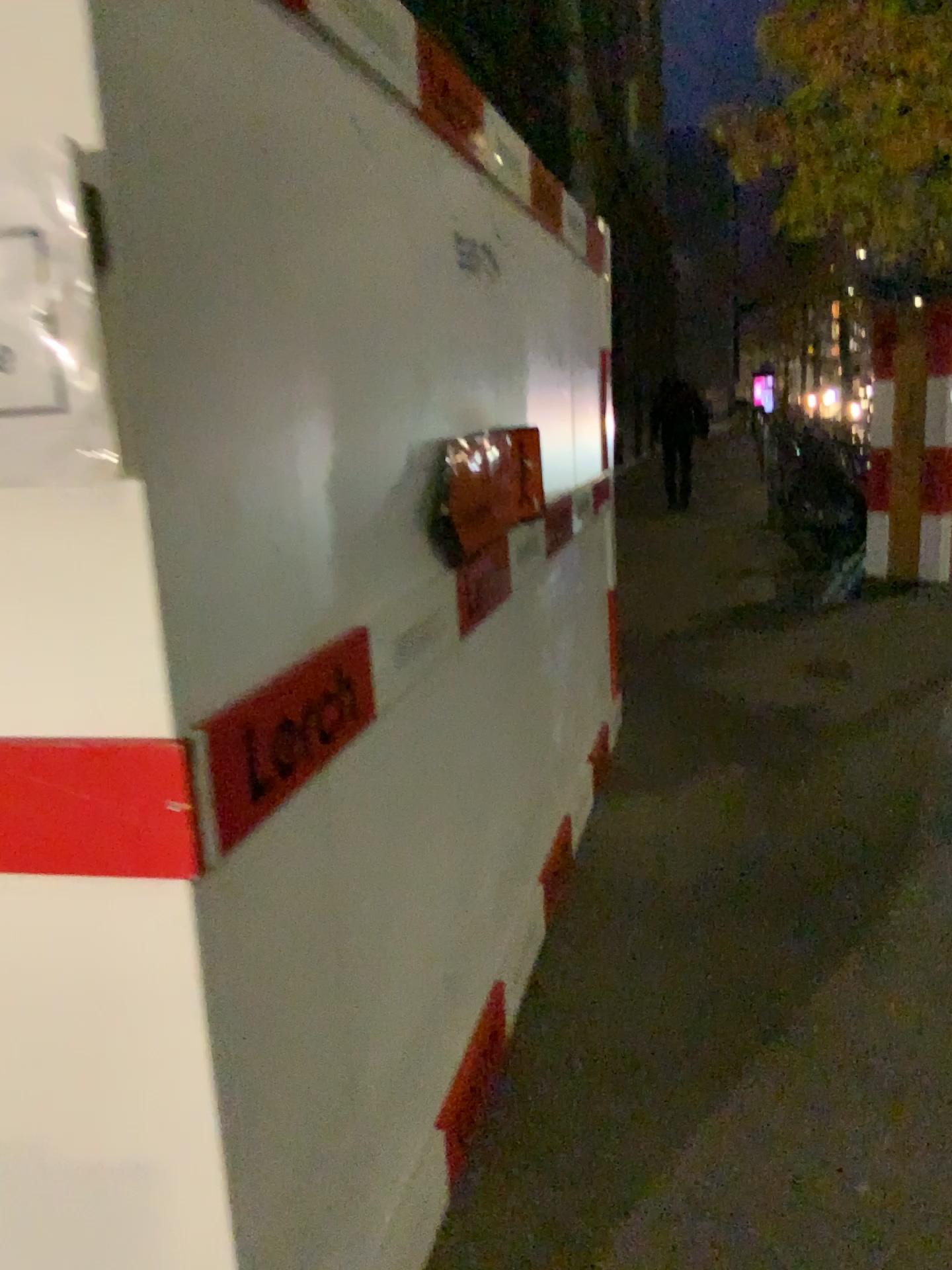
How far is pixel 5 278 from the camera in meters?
1.0

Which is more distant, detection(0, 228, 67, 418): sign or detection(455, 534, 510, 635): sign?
detection(455, 534, 510, 635): sign

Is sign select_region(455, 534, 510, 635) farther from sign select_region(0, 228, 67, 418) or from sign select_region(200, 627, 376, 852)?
sign select_region(0, 228, 67, 418)

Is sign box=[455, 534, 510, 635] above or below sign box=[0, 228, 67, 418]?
below

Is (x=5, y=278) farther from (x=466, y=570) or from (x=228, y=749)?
(x=466, y=570)

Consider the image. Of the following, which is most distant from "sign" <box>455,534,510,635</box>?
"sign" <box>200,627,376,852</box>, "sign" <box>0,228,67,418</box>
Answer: "sign" <box>0,228,67,418</box>

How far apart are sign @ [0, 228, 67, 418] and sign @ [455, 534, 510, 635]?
1.2m

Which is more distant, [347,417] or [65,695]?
[347,417]

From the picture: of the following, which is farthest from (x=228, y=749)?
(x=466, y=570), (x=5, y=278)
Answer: (x=466, y=570)

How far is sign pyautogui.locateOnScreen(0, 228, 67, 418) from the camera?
1.0m
